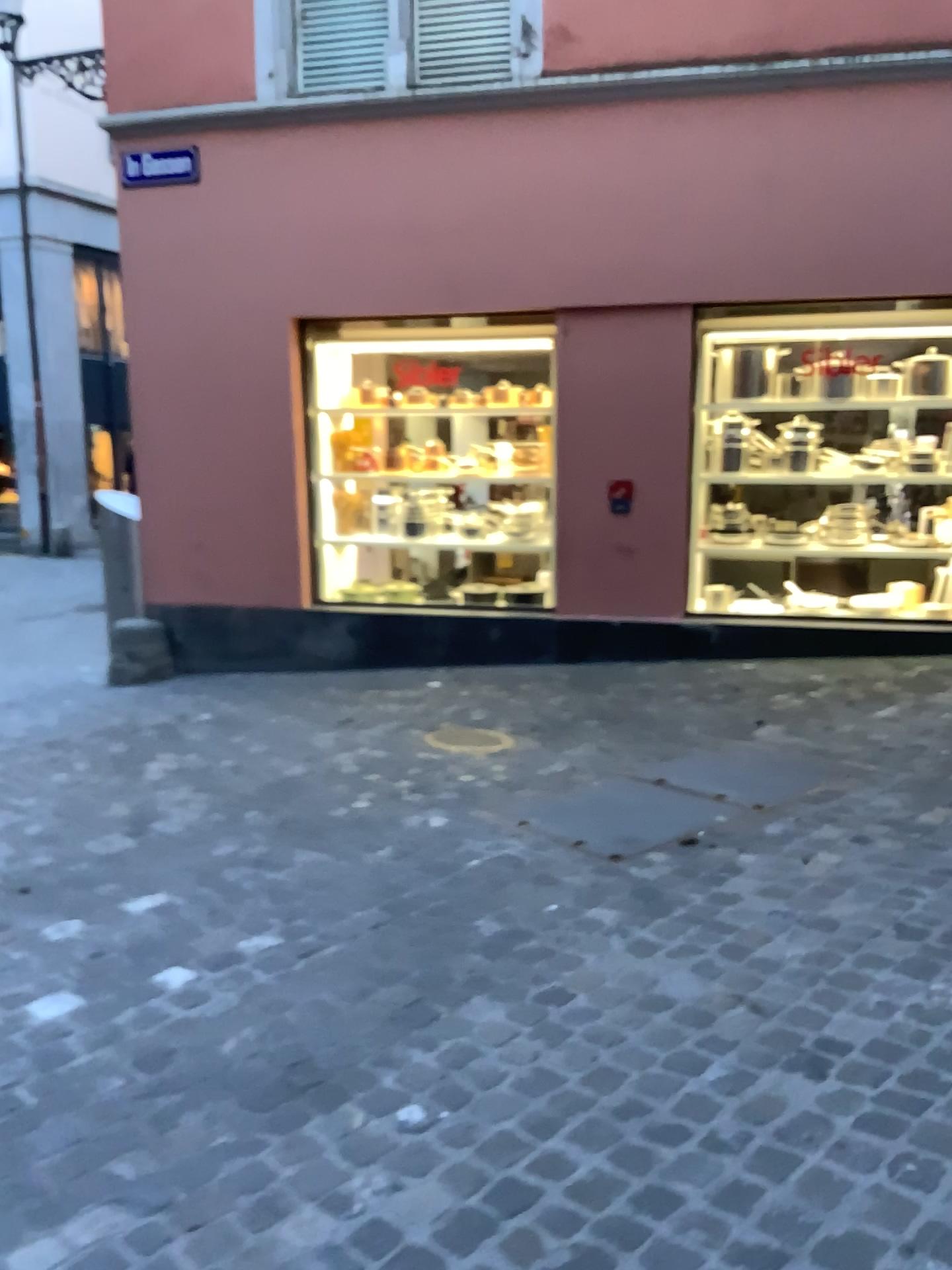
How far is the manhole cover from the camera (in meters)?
4.92

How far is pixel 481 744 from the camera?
4.9m

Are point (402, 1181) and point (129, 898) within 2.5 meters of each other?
yes
